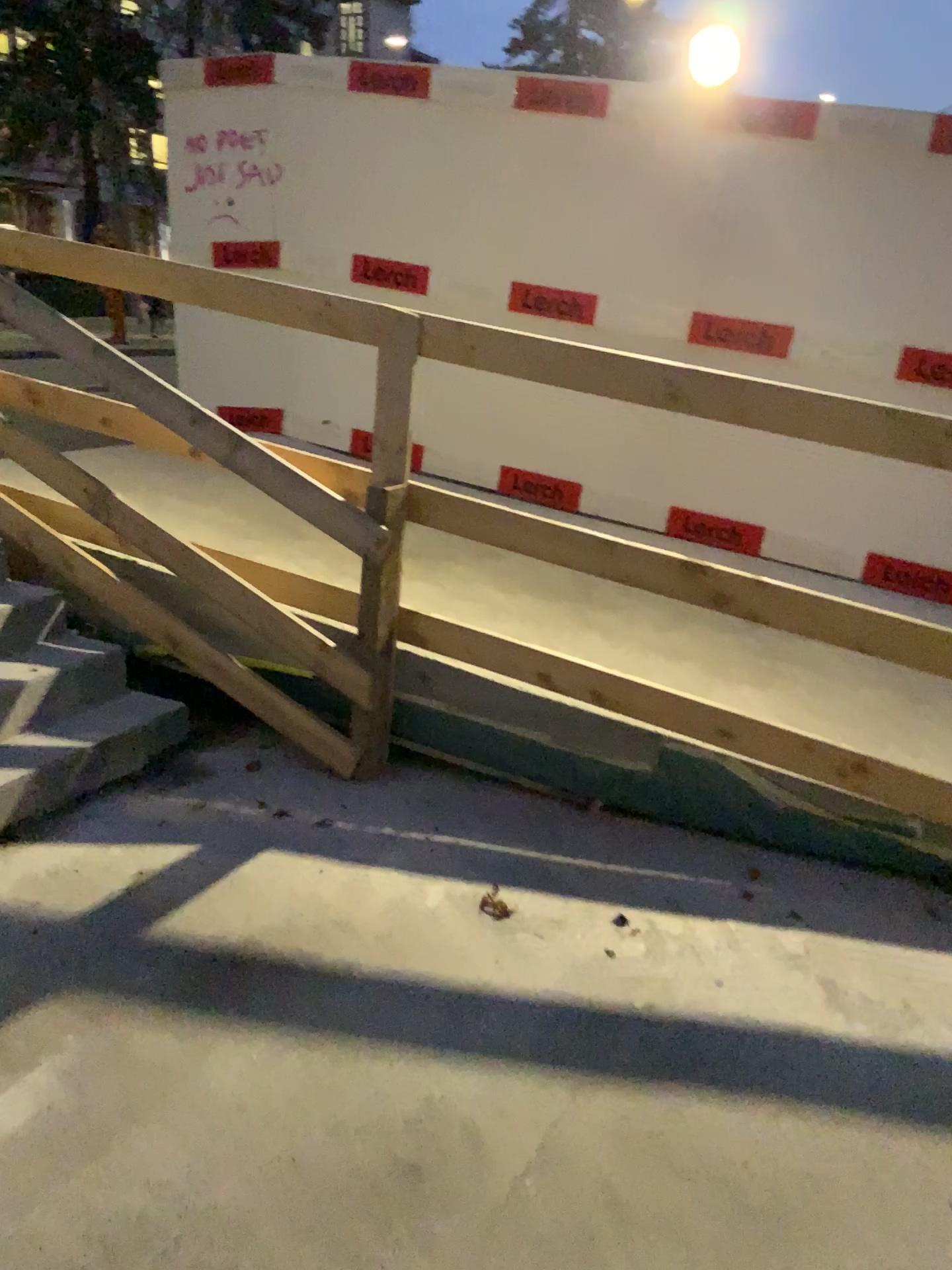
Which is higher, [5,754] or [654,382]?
[654,382]

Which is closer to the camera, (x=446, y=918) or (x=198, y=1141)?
(x=198, y=1141)
